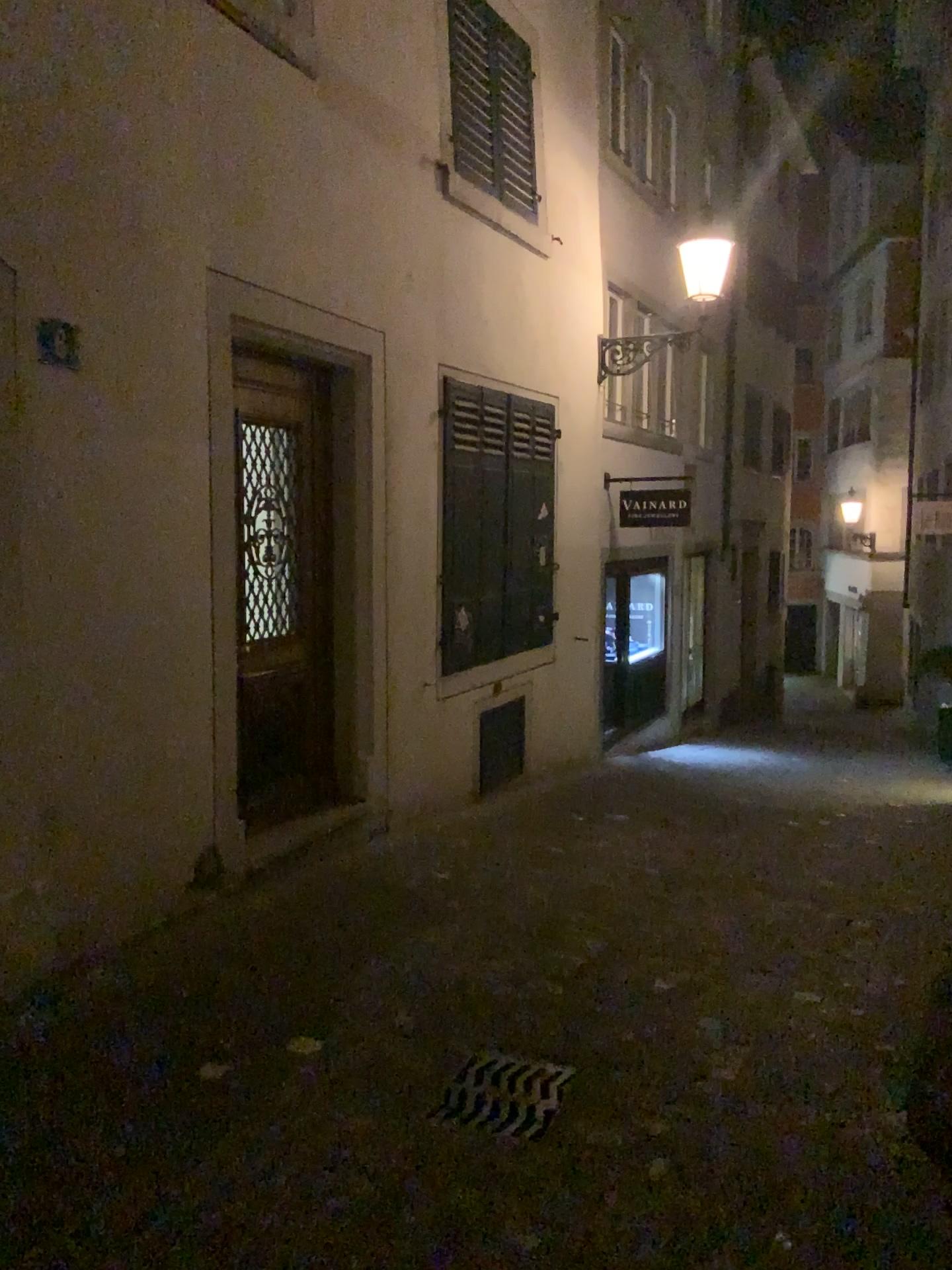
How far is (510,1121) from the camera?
3.1 meters

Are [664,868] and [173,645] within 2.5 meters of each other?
no

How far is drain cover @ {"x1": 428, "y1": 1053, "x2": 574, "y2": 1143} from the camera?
3.14m
